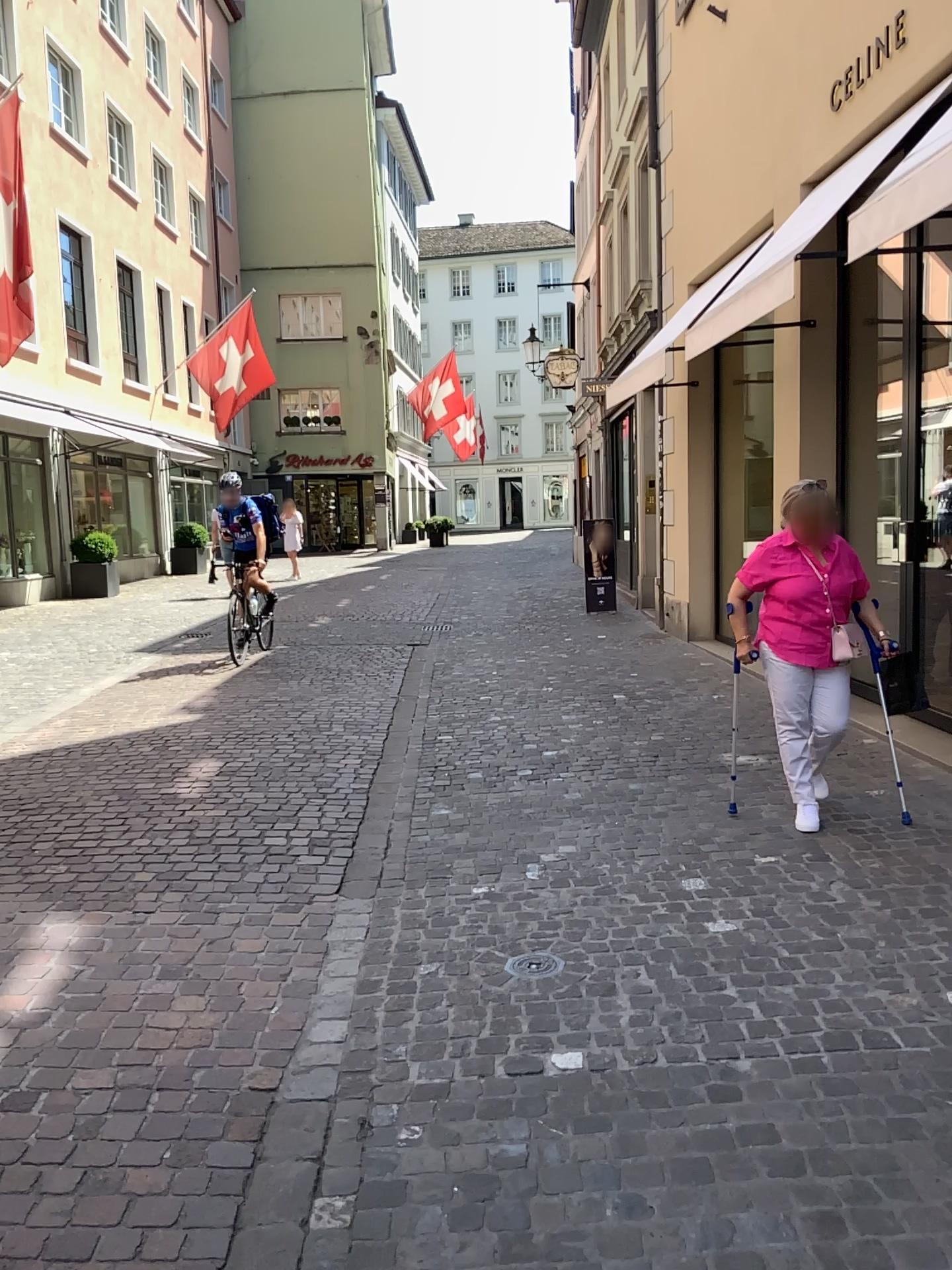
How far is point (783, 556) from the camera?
4.59m

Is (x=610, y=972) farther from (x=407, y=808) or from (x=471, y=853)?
(x=407, y=808)

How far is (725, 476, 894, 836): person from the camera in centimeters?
459cm
